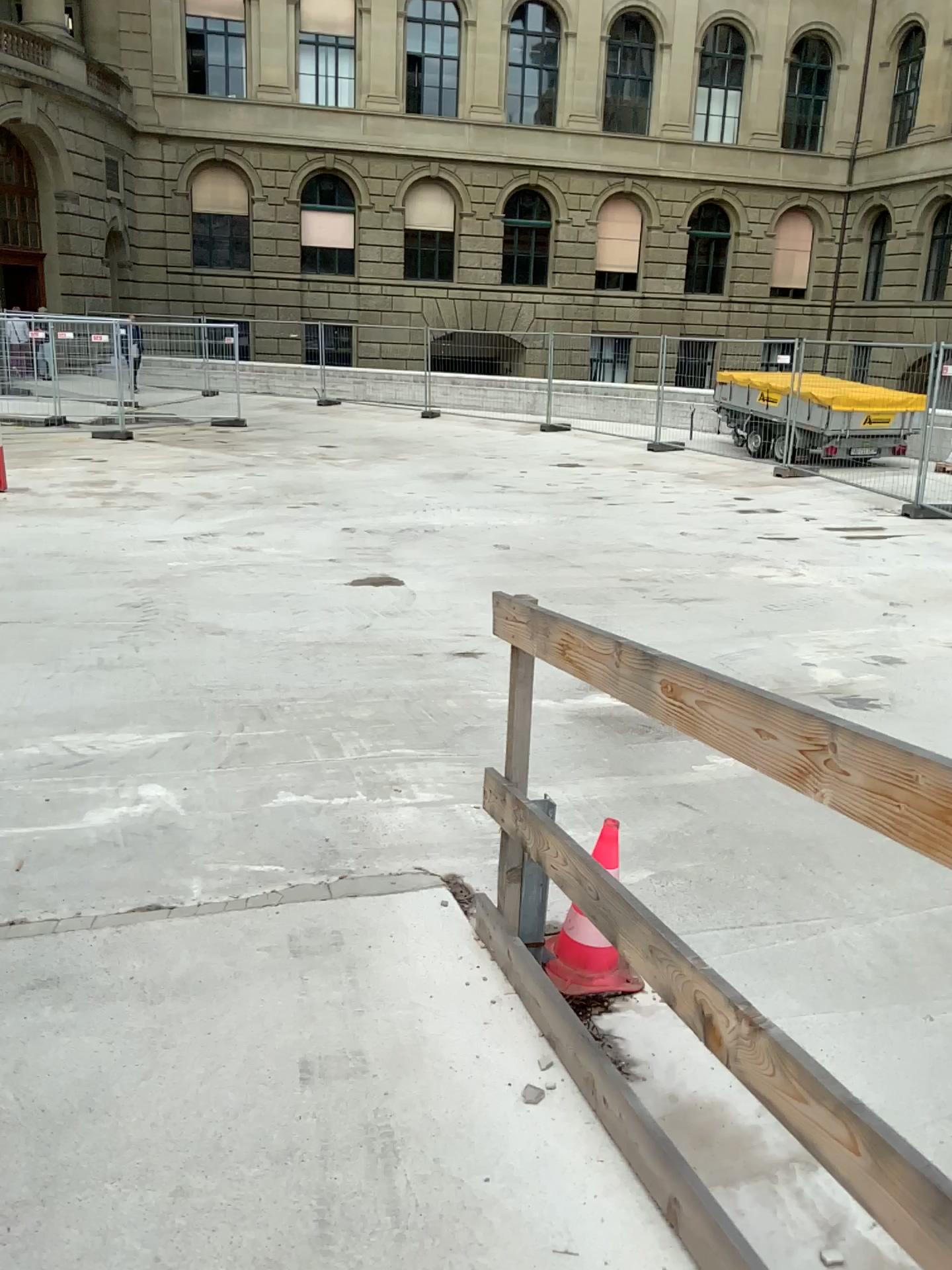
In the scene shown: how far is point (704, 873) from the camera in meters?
3.7
